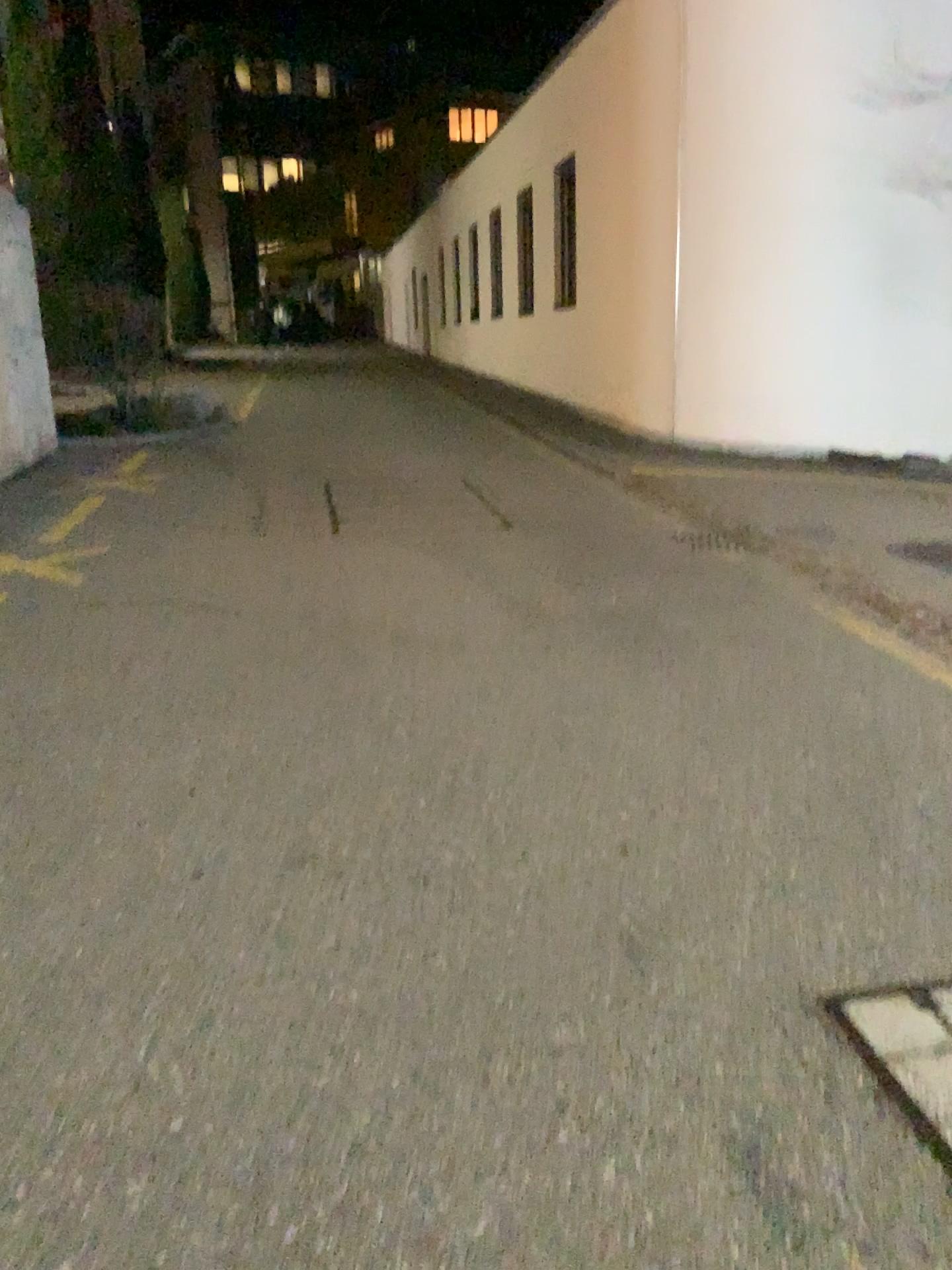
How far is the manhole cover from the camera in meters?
1.9 m

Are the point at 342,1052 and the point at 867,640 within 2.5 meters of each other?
no

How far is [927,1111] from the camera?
1.9 meters
